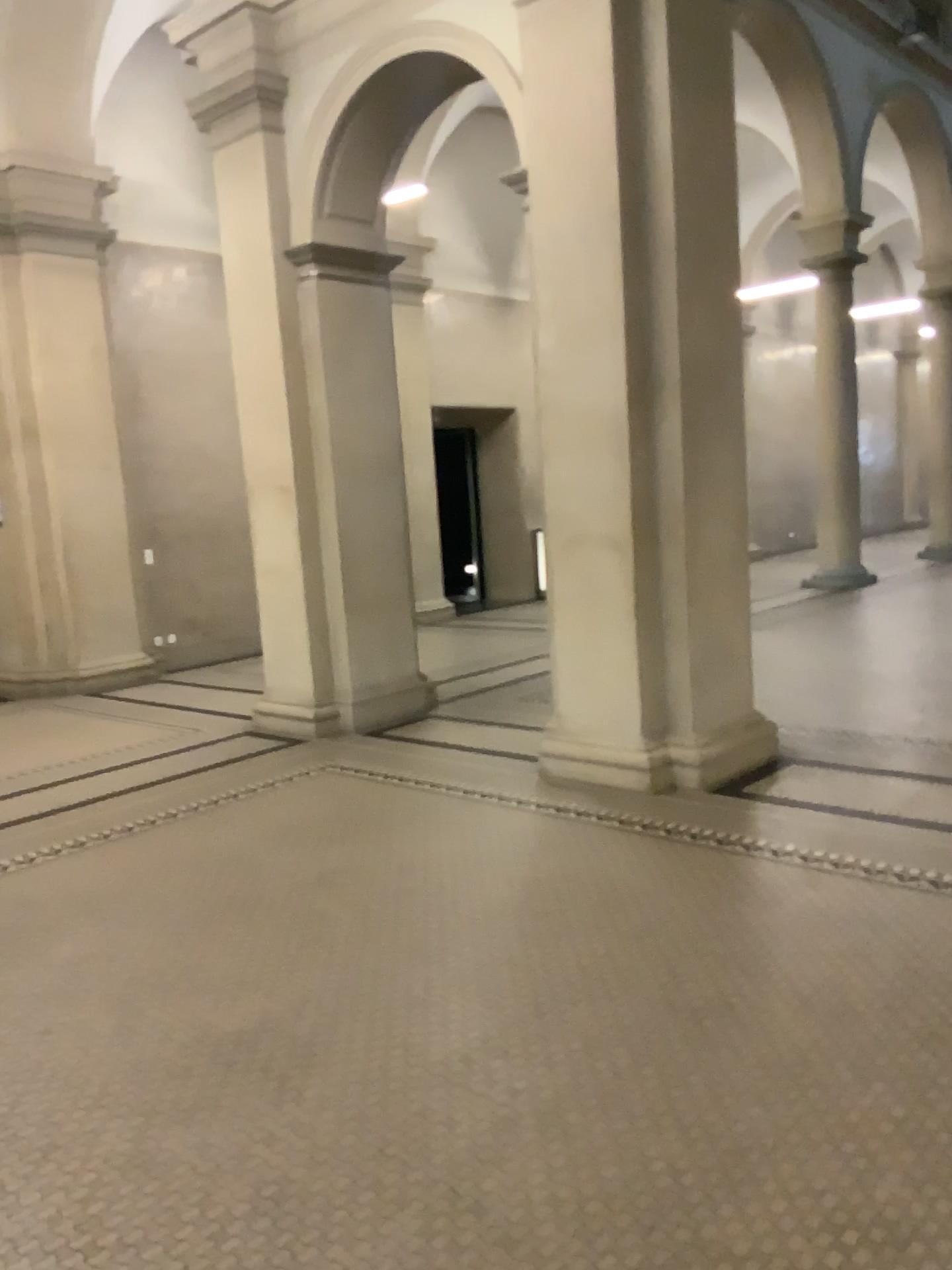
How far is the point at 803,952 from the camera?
3.32m
